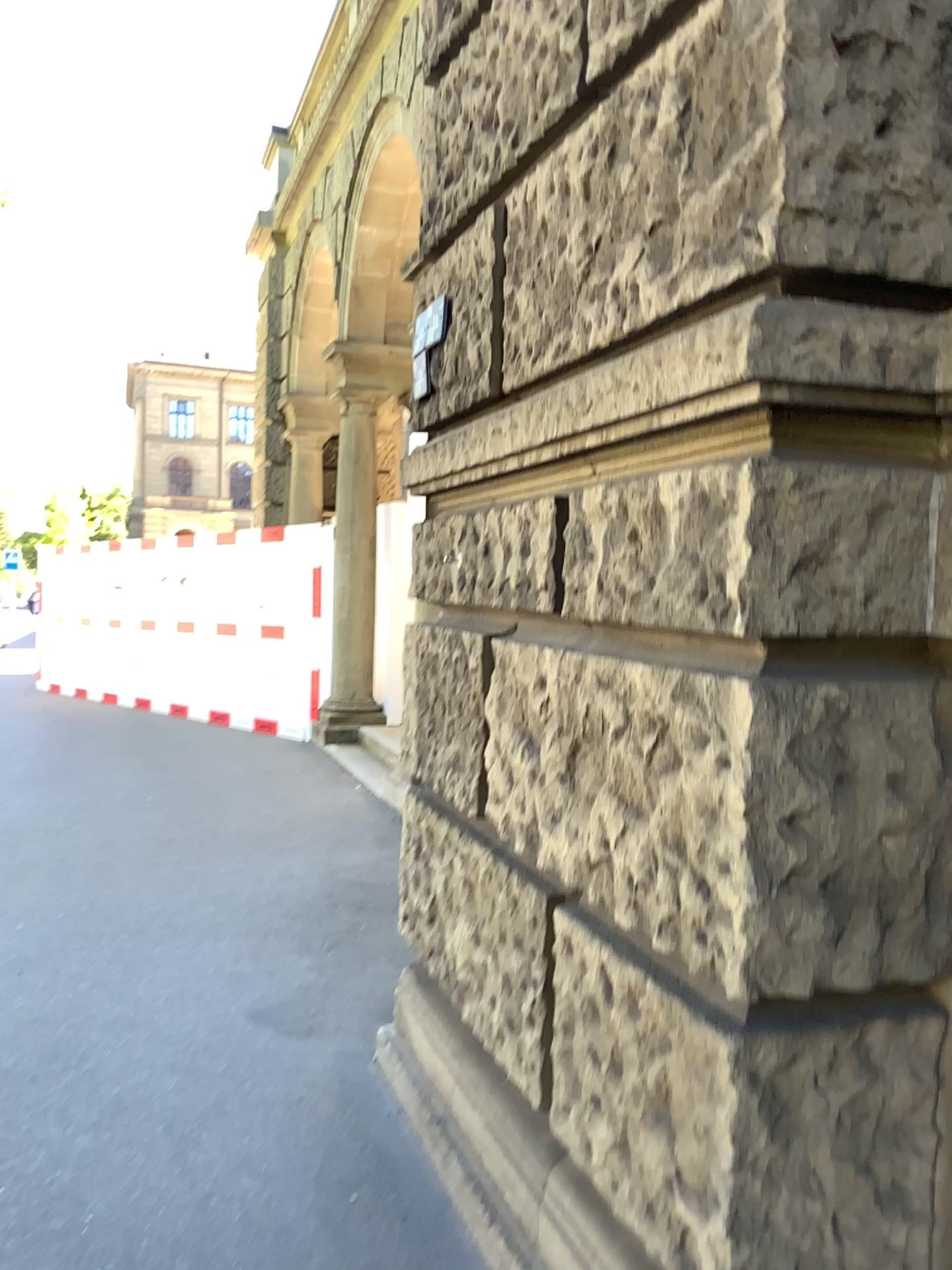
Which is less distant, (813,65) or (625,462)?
(813,65)
